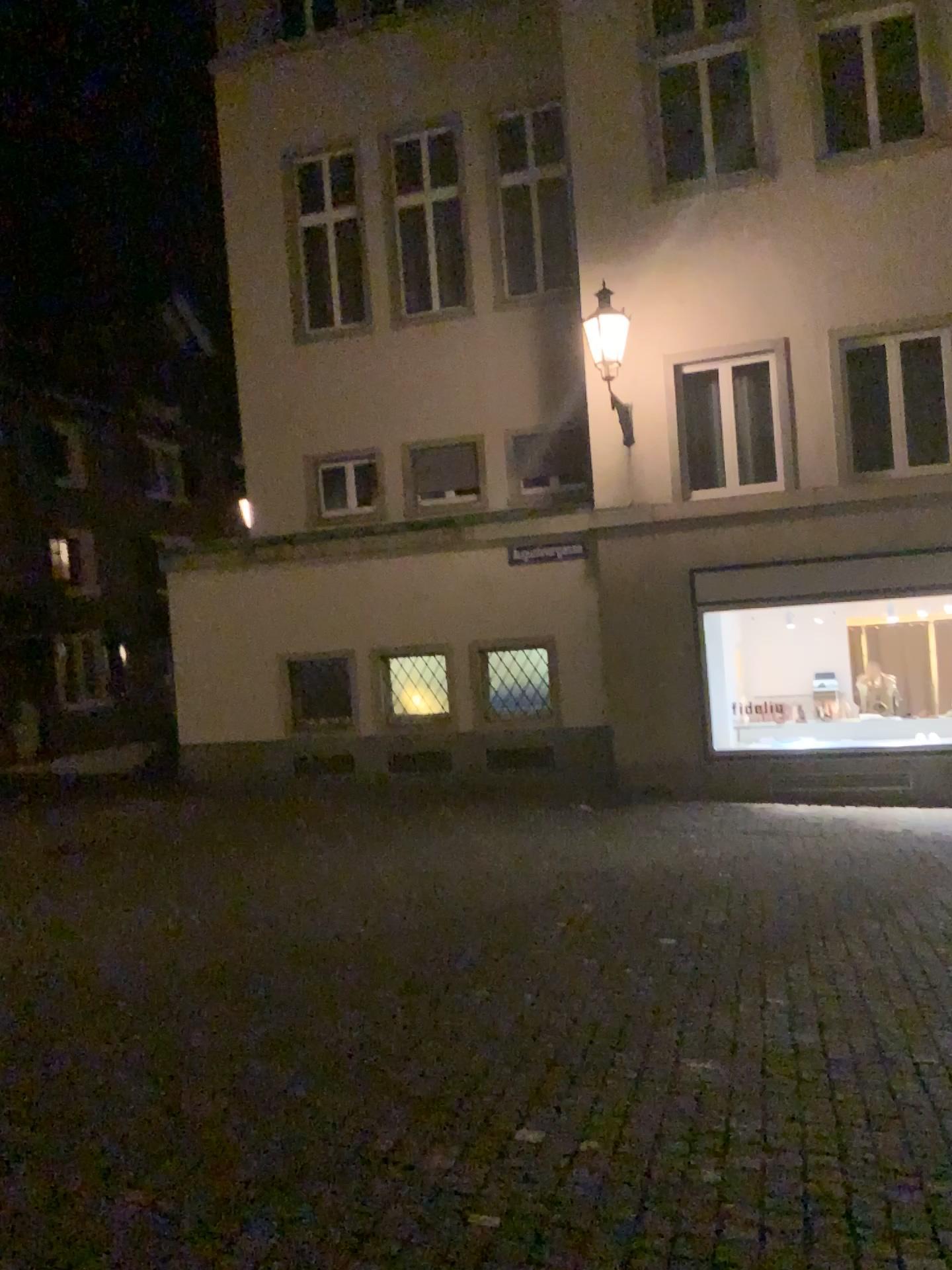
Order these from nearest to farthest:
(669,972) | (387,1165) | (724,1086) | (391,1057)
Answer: (387,1165)
(724,1086)
(391,1057)
(669,972)
